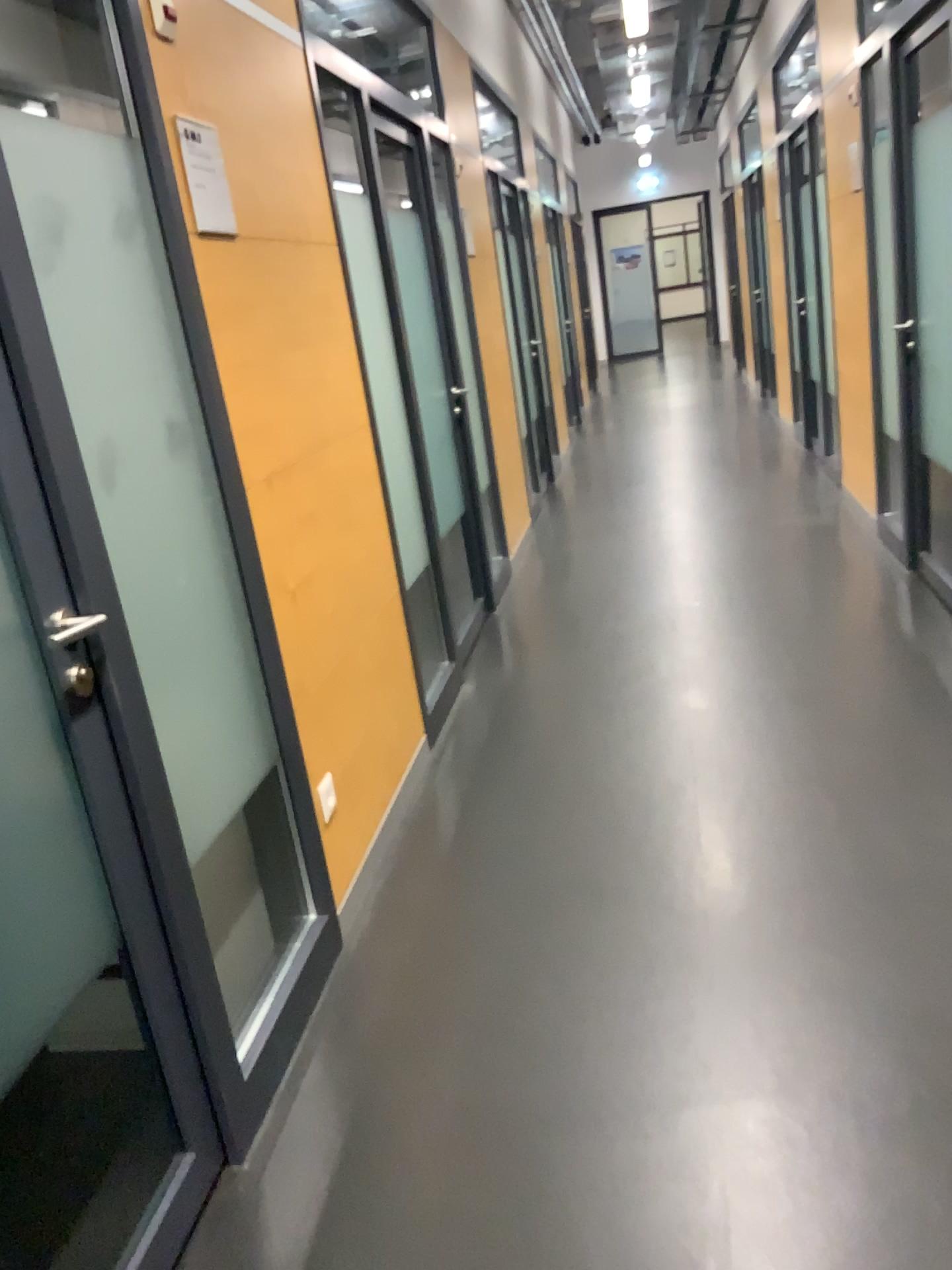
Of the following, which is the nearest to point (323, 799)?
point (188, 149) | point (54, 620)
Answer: point (54, 620)

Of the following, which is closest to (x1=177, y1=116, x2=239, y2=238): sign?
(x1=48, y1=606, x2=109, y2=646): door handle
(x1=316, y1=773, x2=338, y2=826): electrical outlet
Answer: (x1=48, y1=606, x2=109, y2=646): door handle

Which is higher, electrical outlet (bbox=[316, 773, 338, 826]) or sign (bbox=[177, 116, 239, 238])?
sign (bbox=[177, 116, 239, 238])

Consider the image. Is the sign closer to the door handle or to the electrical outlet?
the door handle

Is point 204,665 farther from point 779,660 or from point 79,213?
point 779,660

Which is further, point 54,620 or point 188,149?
point 188,149

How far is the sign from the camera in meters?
2.1

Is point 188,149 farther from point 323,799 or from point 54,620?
point 323,799

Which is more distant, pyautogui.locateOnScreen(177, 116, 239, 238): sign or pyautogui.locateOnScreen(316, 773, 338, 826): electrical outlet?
pyautogui.locateOnScreen(316, 773, 338, 826): electrical outlet

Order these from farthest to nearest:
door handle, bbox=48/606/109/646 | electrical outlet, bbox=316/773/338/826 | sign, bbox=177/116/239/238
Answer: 1. electrical outlet, bbox=316/773/338/826
2. sign, bbox=177/116/239/238
3. door handle, bbox=48/606/109/646
